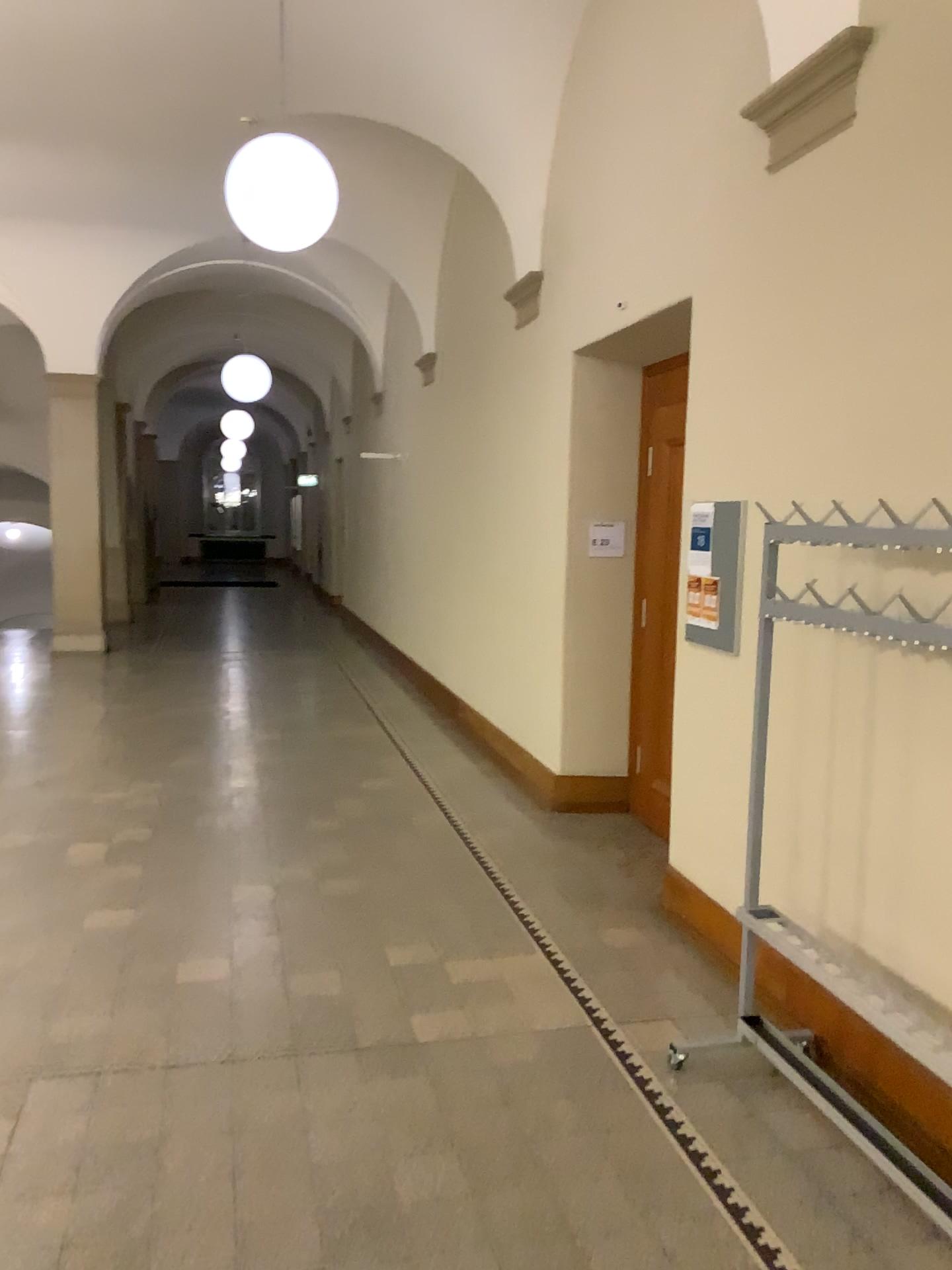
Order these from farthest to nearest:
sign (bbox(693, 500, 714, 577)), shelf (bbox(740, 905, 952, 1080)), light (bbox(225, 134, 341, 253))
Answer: light (bbox(225, 134, 341, 253))
sign (bbox(693, 500, 714, 577))
shelf (bbox(740, 905, 952, 1080))

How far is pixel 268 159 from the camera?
4.6m

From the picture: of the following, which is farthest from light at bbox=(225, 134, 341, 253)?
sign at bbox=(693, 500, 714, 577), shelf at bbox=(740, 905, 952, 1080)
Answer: shelf at bbox=(740, 905, 952, 1080)

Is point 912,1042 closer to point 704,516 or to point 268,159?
point 704,516

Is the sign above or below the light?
below

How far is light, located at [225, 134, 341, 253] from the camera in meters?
4.6

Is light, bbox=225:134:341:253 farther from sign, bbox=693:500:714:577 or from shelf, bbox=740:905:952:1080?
shelf, bbox=740:905:952:1080

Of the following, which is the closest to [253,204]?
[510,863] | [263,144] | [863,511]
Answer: [263,144]

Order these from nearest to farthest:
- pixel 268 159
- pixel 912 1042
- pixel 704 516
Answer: pixel 912 1042, pixel 704 516, pixel 268 159

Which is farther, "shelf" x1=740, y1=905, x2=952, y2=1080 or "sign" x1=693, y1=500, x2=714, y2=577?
"sign" x1=693, y1=500, x2=714, y2=577
